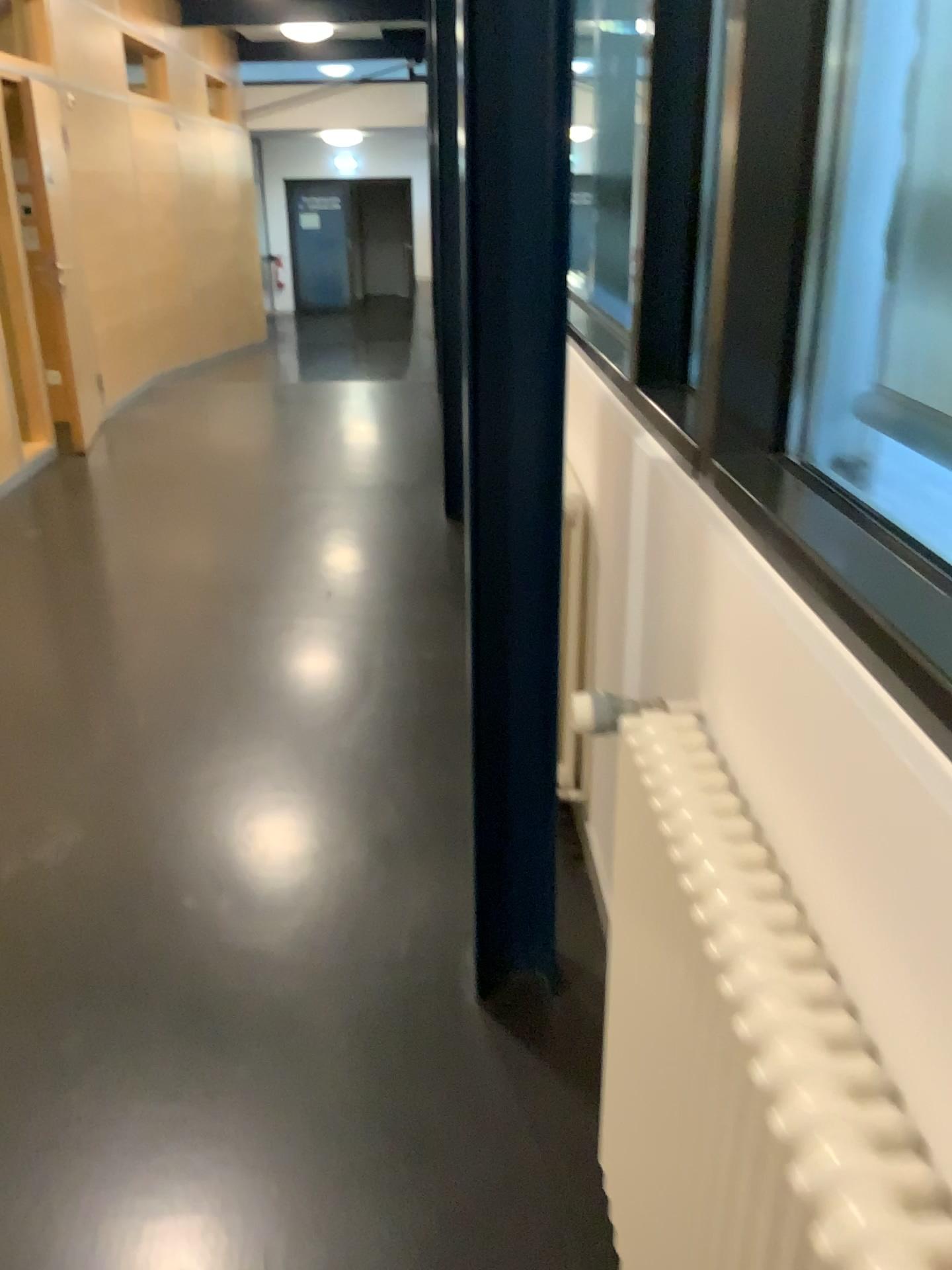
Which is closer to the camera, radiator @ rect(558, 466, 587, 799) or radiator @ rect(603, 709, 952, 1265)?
radiator @ rect(603, 709, 952, 1265)

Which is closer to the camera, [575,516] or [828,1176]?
[828,1176]

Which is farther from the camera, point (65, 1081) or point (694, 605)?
point (65, 1081)
